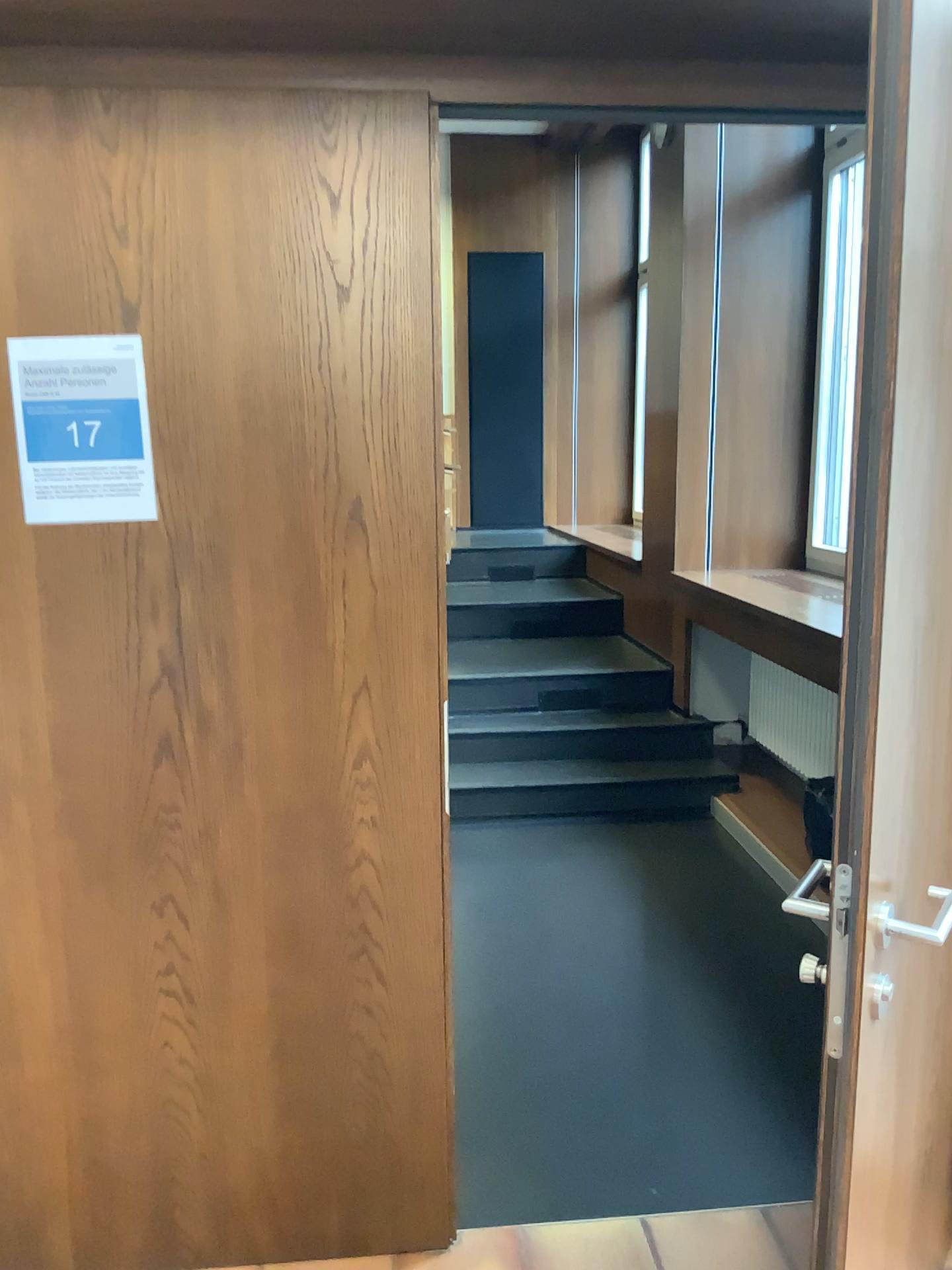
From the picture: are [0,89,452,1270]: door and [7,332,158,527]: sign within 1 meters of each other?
yes

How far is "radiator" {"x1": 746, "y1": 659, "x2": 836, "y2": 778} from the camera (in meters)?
4.32

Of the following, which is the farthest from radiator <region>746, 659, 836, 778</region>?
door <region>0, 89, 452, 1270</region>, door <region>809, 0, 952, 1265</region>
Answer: door <region>809, 0, 952, 1265</region>

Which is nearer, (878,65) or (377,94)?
(878,65)

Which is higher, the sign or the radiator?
the sign

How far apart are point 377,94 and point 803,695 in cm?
322

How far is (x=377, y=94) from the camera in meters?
1.7 m

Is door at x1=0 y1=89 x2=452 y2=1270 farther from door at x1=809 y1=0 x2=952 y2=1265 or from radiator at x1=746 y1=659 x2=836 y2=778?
radiator at x1=746 y1=659 x2=836 y2=778

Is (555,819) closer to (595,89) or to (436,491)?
(436,491)

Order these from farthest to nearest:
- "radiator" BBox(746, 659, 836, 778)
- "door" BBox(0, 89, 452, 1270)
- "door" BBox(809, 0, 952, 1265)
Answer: "radiator" BBox(746, 659, 836, 778) → "door" BBox(0, 89, 452, 1270) → "door" BBox(809, 0, 952, 1265)
